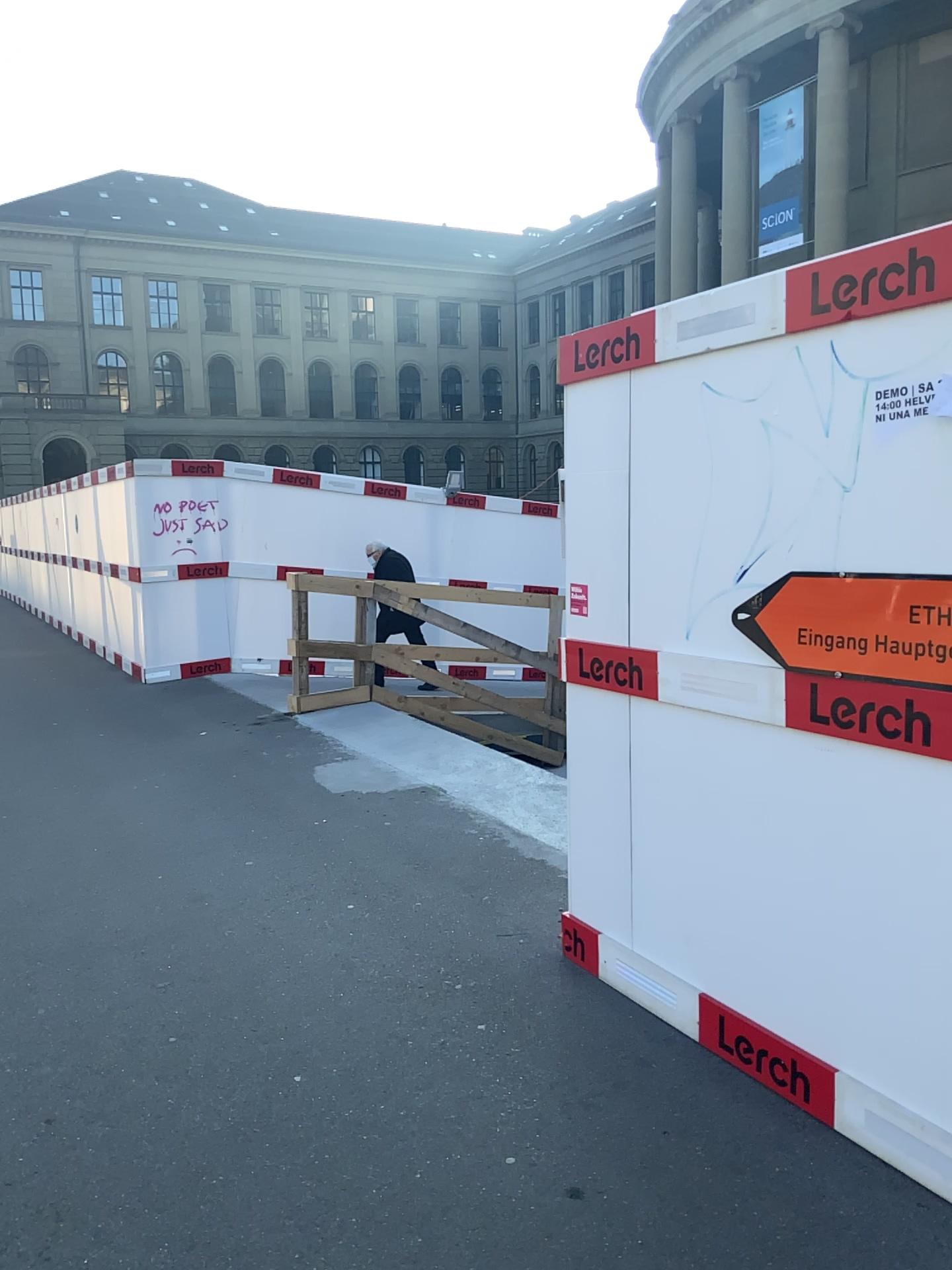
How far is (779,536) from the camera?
2.6m
